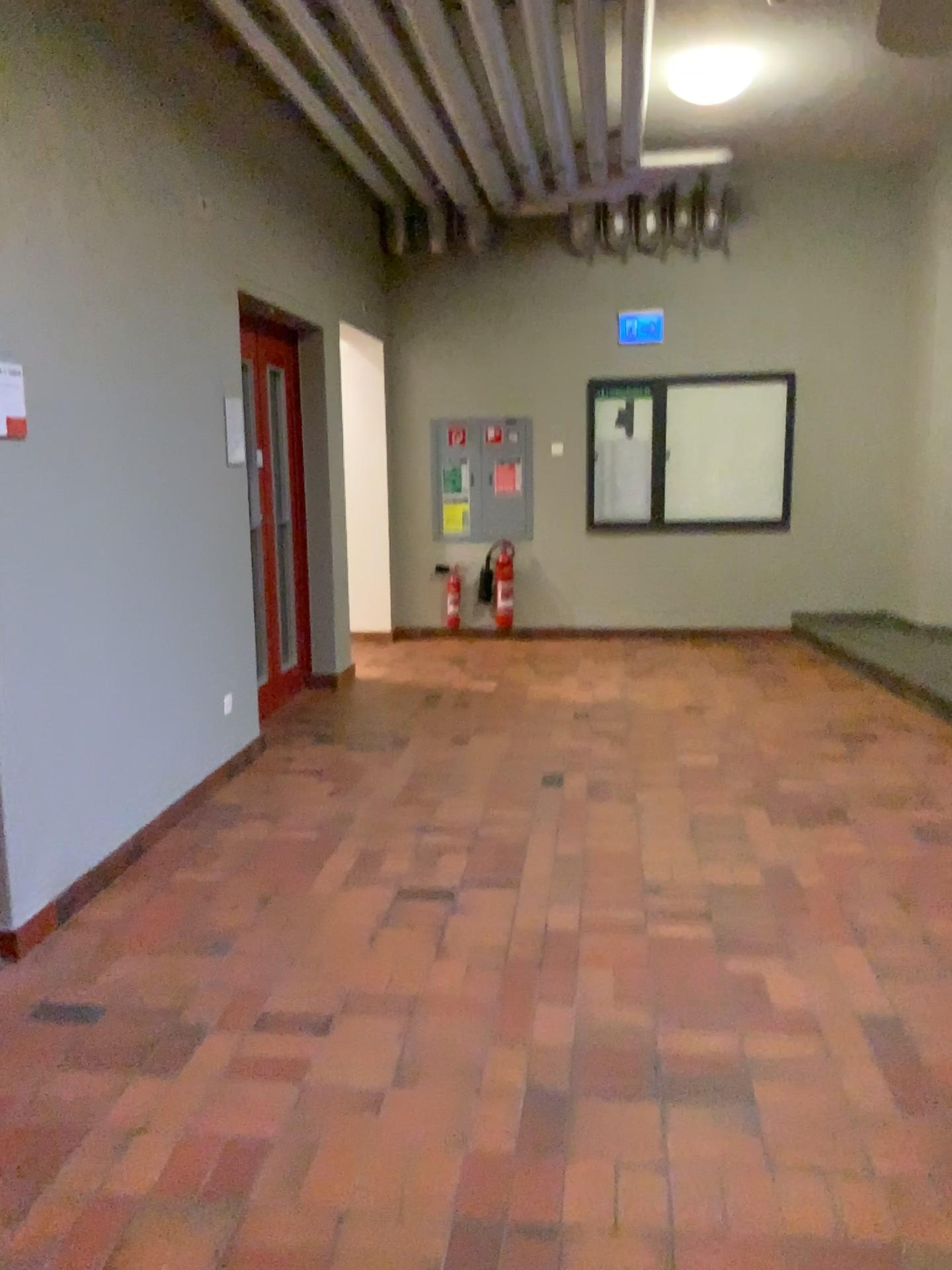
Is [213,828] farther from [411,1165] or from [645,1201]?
[645,1201]
